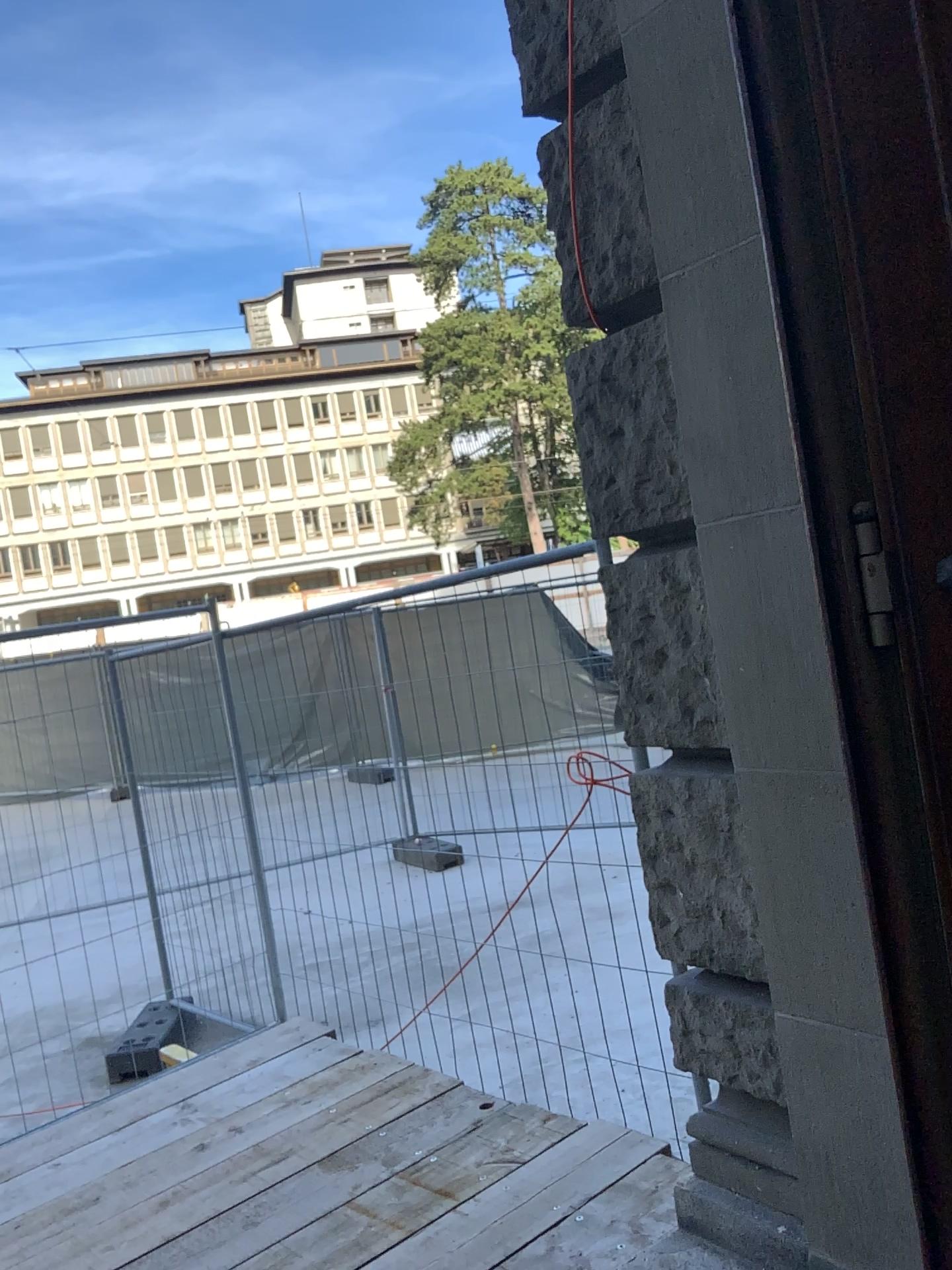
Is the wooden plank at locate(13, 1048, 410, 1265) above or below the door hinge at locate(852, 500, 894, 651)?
below

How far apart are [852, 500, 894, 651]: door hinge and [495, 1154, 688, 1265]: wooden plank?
1.6 meters

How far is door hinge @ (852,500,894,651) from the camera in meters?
1.7

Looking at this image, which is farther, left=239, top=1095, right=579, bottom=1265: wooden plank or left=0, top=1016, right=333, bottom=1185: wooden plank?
left=0, top=1016, right=333, bottom=1185: wooden plank

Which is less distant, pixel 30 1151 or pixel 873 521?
pixel 873 521

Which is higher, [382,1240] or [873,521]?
[873,521]

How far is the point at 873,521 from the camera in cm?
168

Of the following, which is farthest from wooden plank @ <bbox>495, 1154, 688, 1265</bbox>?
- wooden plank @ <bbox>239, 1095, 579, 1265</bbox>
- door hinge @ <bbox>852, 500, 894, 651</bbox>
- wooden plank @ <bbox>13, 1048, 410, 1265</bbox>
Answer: door hinge @ <bbox>852, 500, 894, 651</bbox>

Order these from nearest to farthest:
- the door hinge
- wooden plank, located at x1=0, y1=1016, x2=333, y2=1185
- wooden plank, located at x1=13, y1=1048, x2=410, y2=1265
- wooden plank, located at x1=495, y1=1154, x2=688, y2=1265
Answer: the door hinge < wooden plank, located at x1=495, y1=1154, x2=688, y2=1265 < wooden plank, located at x1=13, y1=1048, x2=410, y2=1265 < wooden plank, located at x1=0, y1=1016, x2=333, y2=1185

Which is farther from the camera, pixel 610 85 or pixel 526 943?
pixel 526 943
